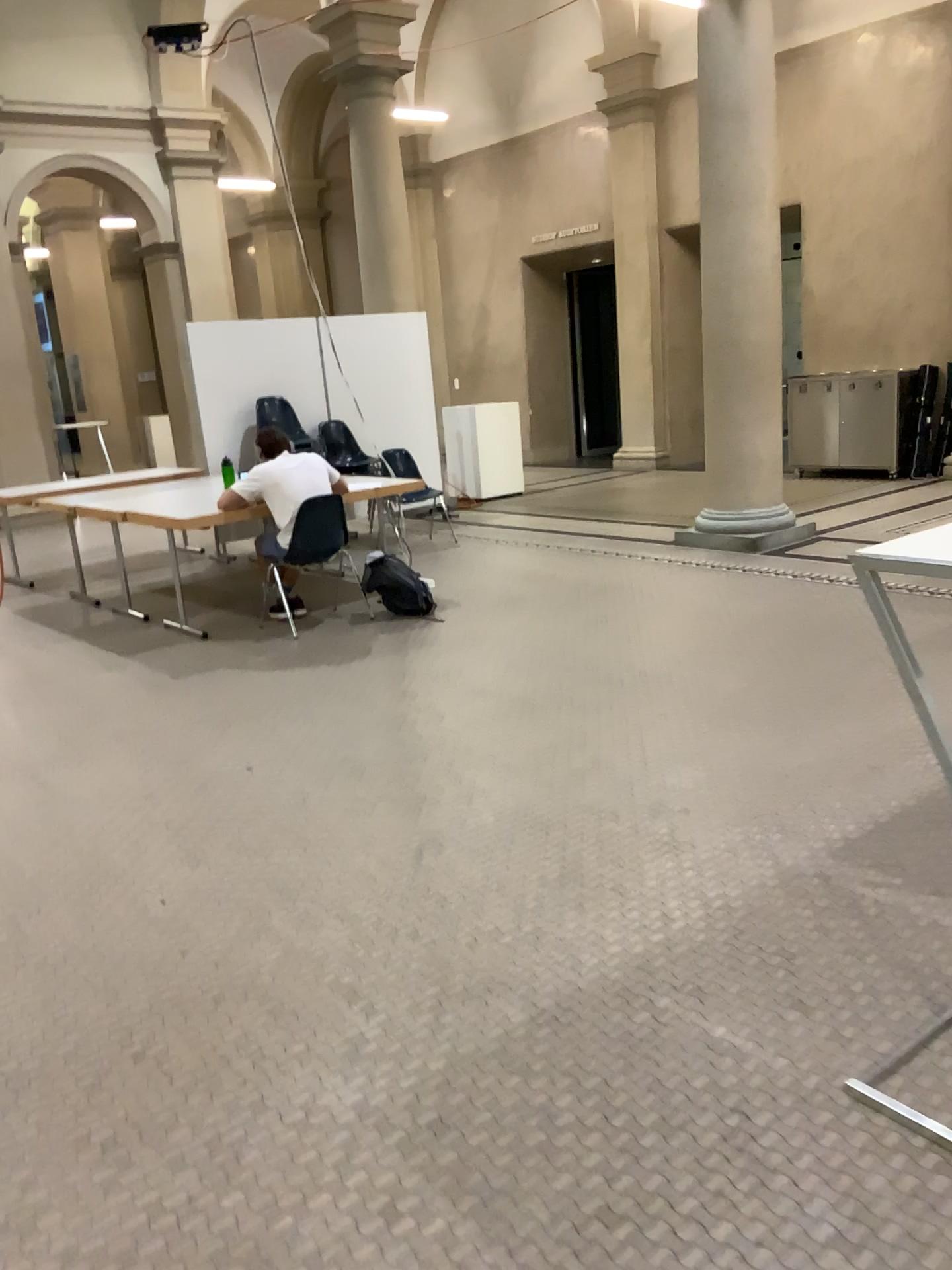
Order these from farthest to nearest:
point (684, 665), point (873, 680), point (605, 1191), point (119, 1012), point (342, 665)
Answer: point (342, 665)
point (684, 665)
point (873, 680)
point (119, 1012)
point (605, 1191)
